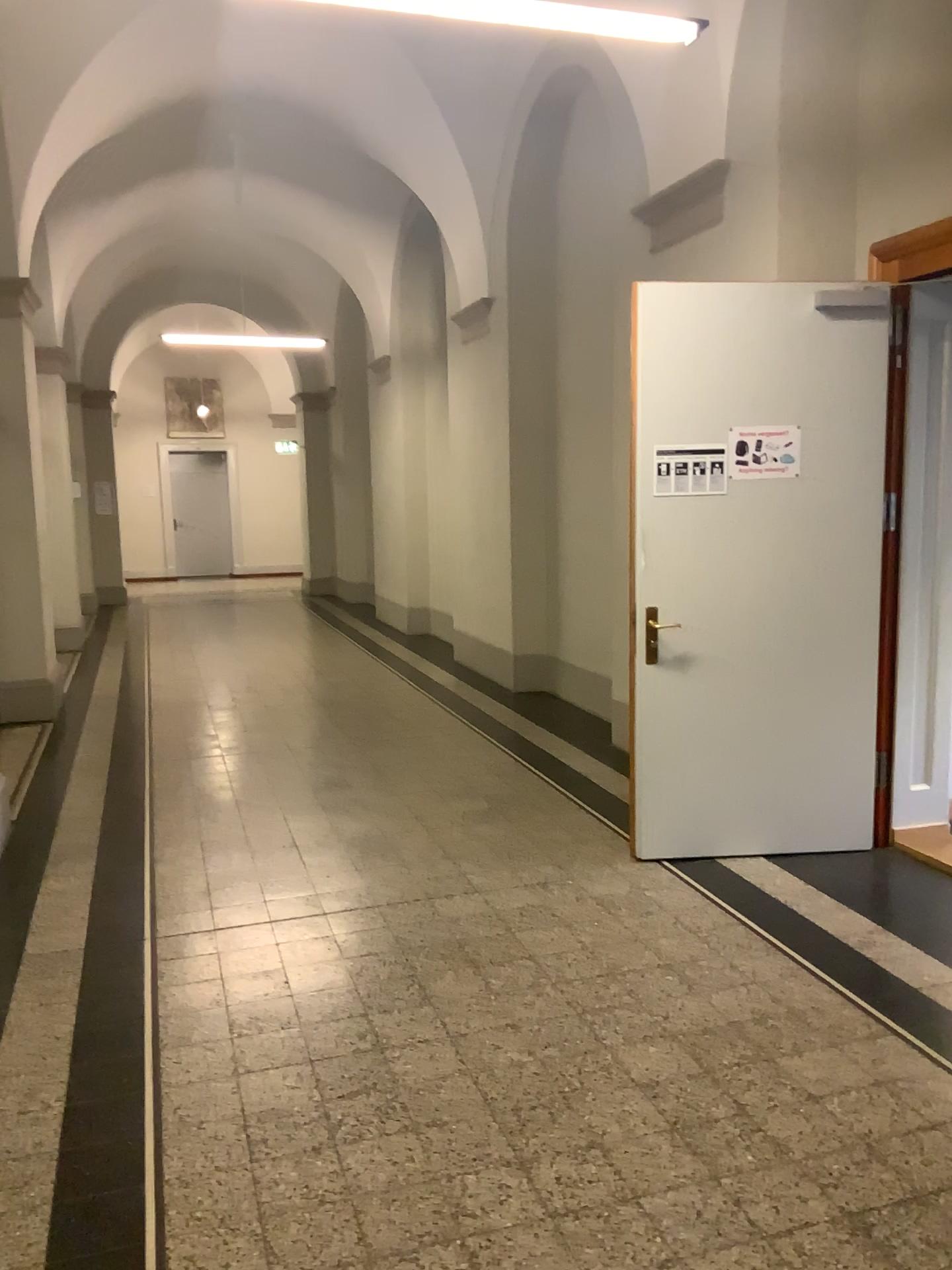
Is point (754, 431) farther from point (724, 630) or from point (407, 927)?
point (407, 927)

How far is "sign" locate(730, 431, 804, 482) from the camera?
4.23m

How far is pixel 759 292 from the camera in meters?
4.2

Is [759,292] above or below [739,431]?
above

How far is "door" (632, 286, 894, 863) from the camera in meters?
4.2 m

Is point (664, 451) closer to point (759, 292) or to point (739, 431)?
point (739, 431)

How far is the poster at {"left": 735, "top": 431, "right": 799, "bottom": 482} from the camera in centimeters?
423cm

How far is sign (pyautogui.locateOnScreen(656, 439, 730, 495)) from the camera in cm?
423
